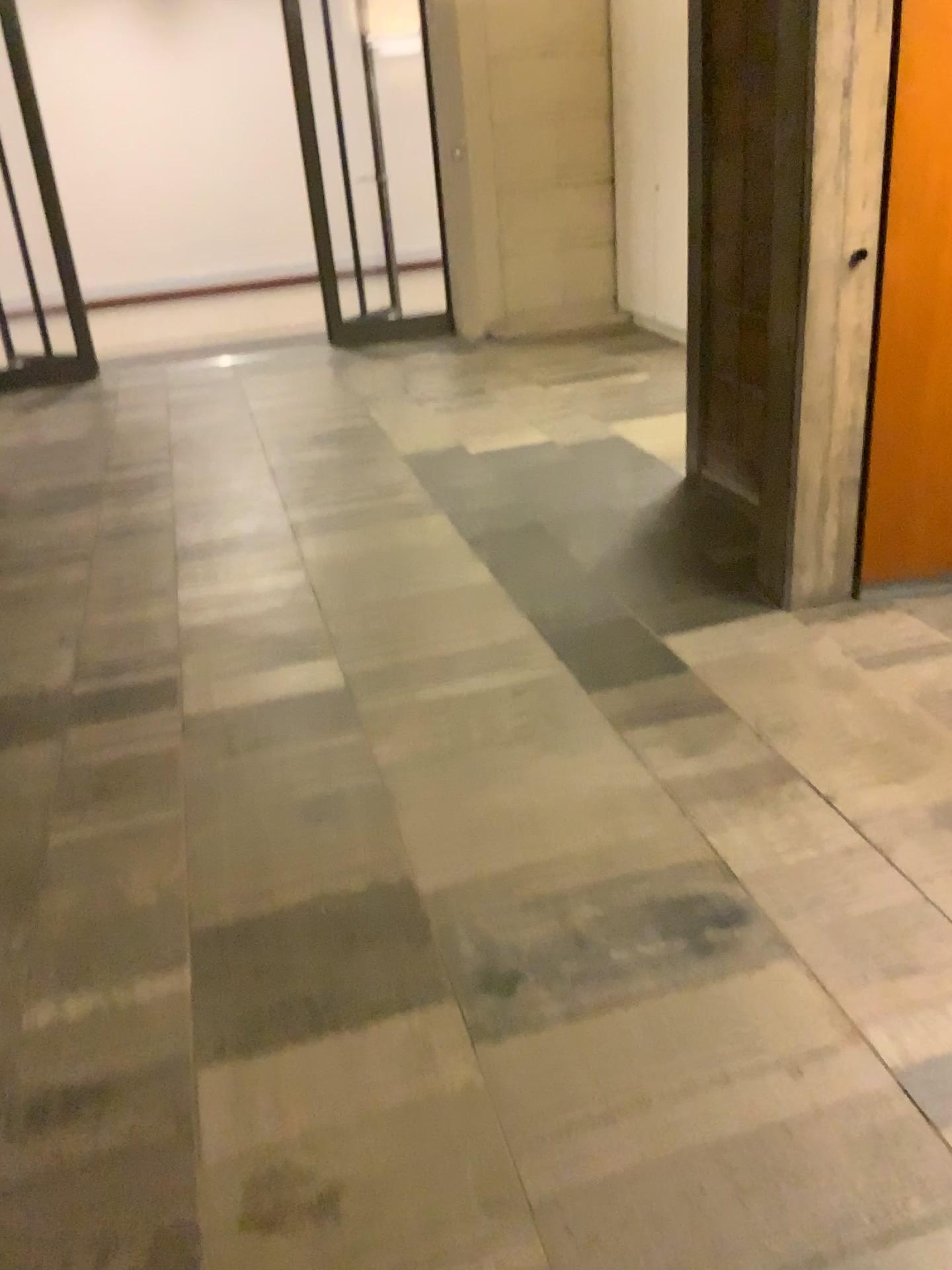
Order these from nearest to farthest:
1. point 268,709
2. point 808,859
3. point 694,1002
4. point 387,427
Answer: point 694,1002
point 808,859
point 268,709
point 387,427
